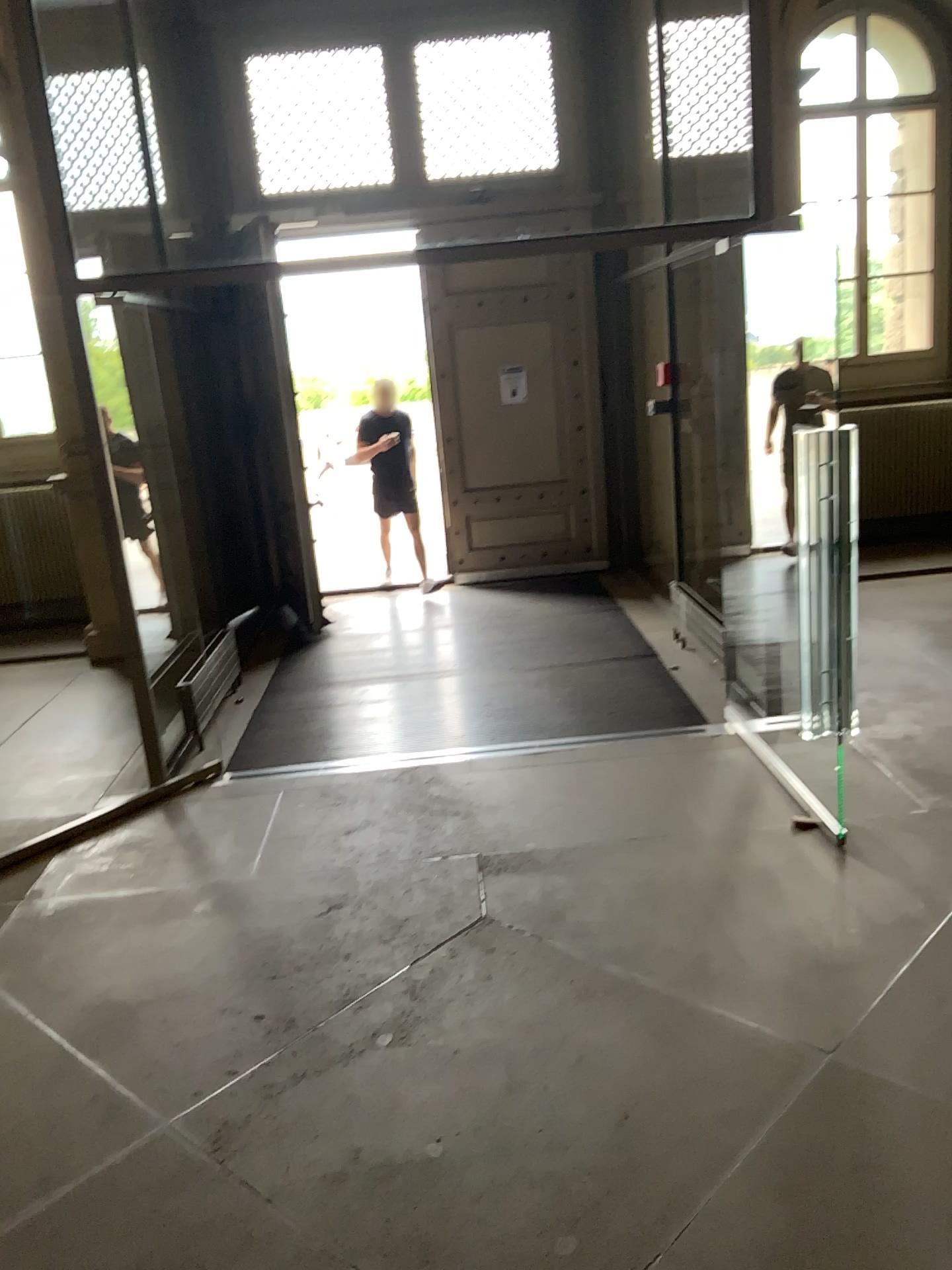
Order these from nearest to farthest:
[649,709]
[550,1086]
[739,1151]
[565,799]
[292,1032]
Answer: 1. [739,1151]
2. [550,1086]
3. [292,1032]
4. [565,799]
5. [649,709]
